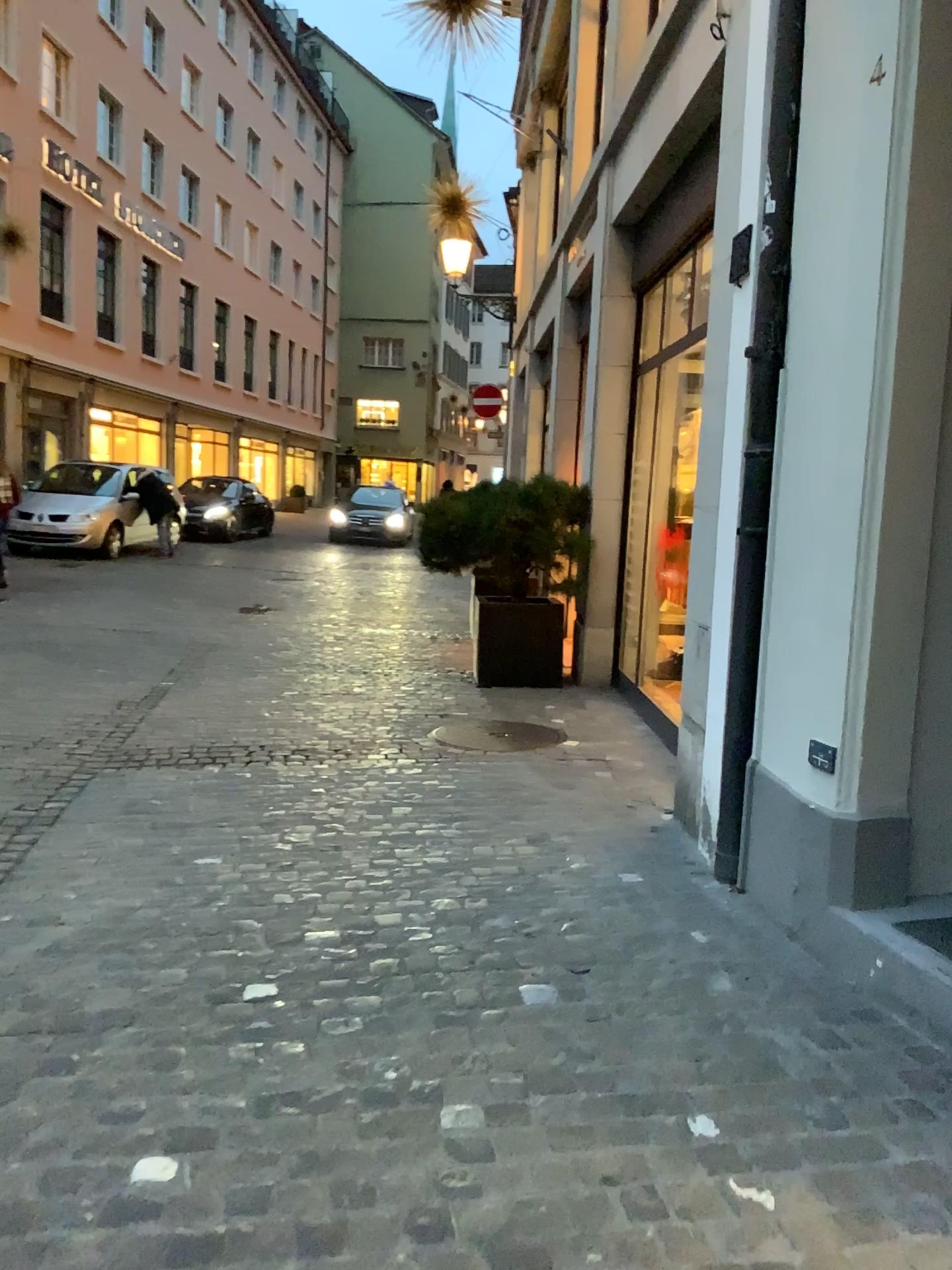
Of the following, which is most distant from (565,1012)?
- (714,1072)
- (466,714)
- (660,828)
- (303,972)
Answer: (466,714)
